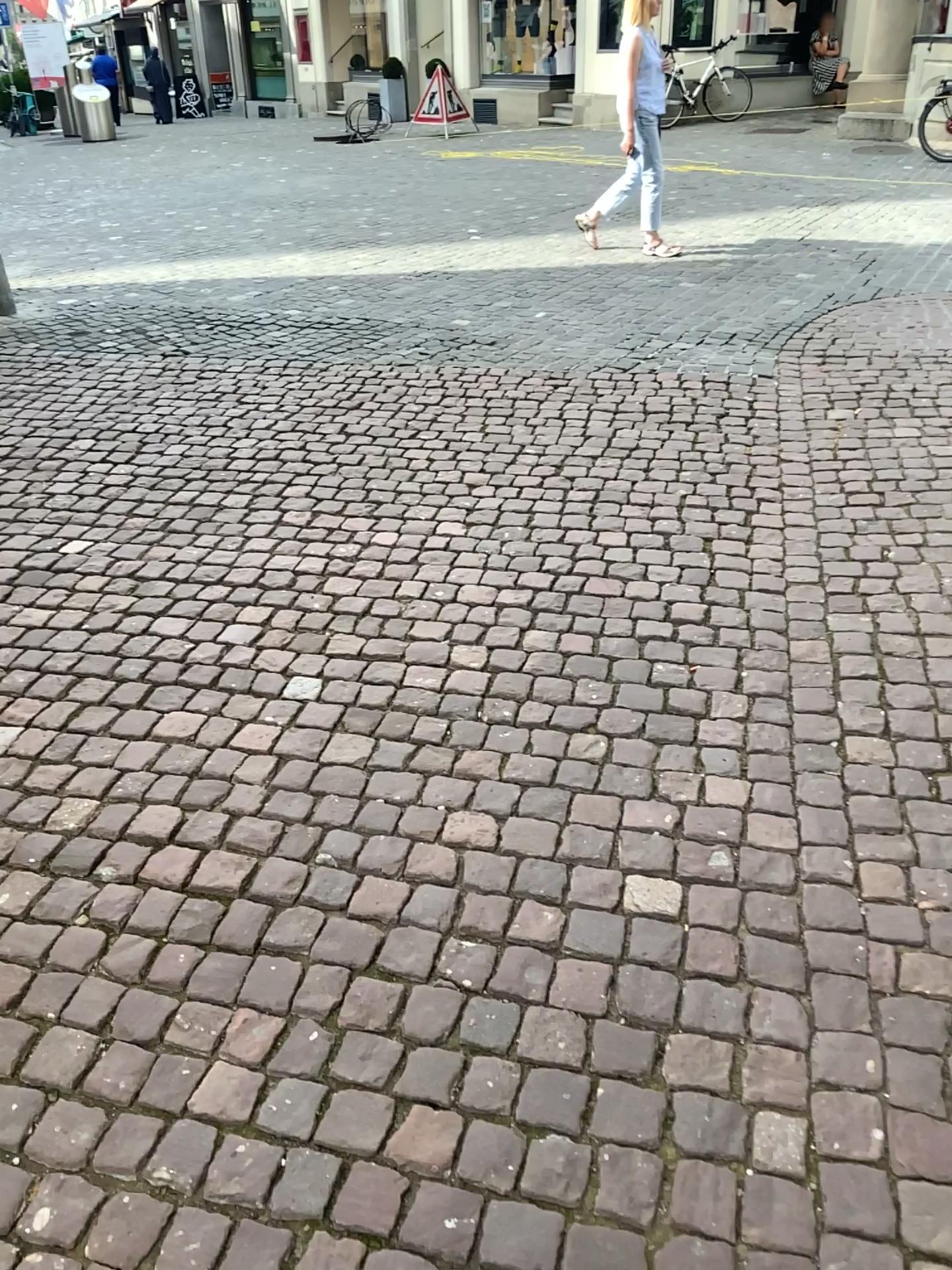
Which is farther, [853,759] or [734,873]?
[853,759]
